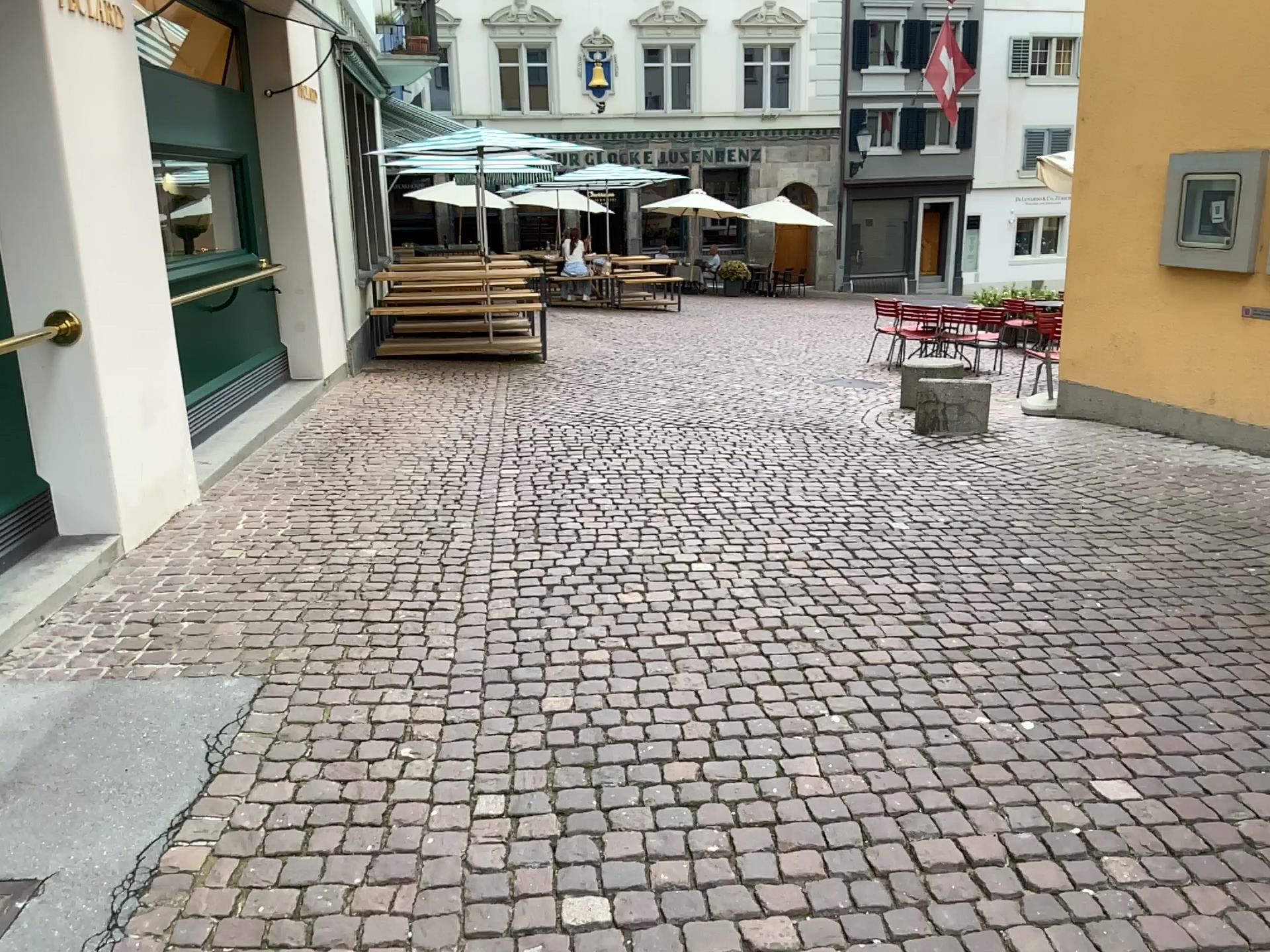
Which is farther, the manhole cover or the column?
the column

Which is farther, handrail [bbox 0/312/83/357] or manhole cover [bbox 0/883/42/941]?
handrail [bbox 0/312/83/357]

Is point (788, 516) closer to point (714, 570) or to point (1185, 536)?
point (714, 570)

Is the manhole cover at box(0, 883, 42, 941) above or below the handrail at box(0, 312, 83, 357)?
below

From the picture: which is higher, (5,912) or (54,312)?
(54,312)

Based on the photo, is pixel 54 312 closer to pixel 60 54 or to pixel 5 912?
pixel 60 54

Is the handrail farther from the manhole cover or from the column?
the manhole cover

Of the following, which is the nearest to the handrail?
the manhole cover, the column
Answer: the column

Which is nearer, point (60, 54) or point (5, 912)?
point (5, 912)
